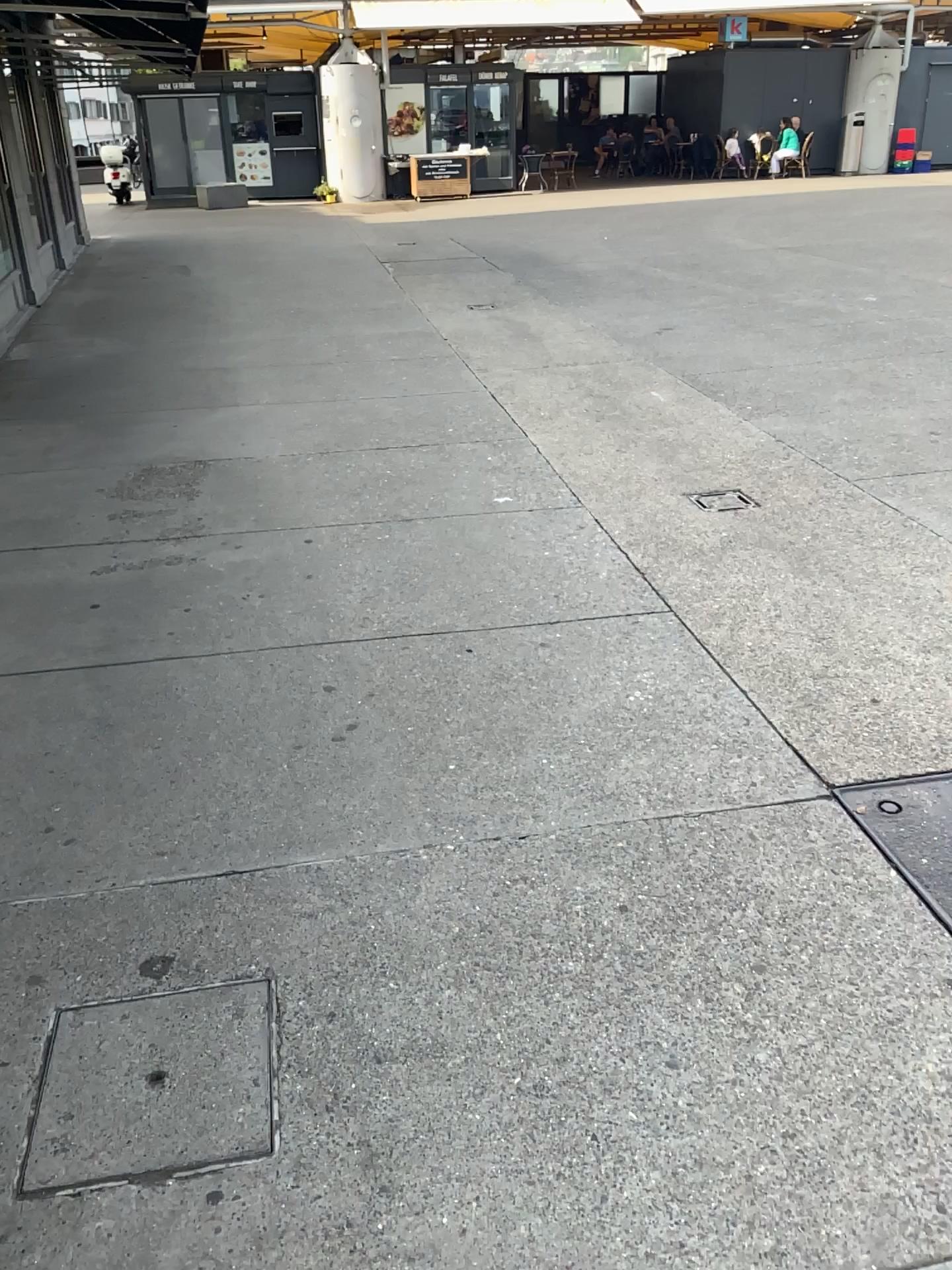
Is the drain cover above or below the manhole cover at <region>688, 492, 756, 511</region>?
below

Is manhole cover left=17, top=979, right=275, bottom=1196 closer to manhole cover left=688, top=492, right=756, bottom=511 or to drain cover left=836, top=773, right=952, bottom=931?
drain cover left=836, top=773, right=952, bottom=931

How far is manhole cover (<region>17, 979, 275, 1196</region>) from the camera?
1.74m

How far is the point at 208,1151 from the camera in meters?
1.7

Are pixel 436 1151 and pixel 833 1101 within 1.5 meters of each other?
→ yes

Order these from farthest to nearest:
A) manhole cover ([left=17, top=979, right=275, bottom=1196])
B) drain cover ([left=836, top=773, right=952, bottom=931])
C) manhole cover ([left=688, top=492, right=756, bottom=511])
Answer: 1. manhole cover ([left=688, top=492, right=756, bottom=511])
2. drain cover ([left=836, top=773, right=952, bottom=931])
3. manhole cover ([left=17, top=979, right=275, bottom=1196])

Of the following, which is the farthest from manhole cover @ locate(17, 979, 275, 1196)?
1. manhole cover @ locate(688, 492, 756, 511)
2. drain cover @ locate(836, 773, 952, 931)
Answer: manhole cover @ locate(688, 492, 756, 511)

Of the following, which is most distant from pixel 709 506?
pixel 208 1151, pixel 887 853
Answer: pixel 208 1151

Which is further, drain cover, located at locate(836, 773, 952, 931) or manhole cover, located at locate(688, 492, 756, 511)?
manhole cover, located at locate(688, 492, 756, 511)

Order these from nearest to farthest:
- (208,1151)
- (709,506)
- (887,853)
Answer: (208,1151), (887,853), (709,506)
